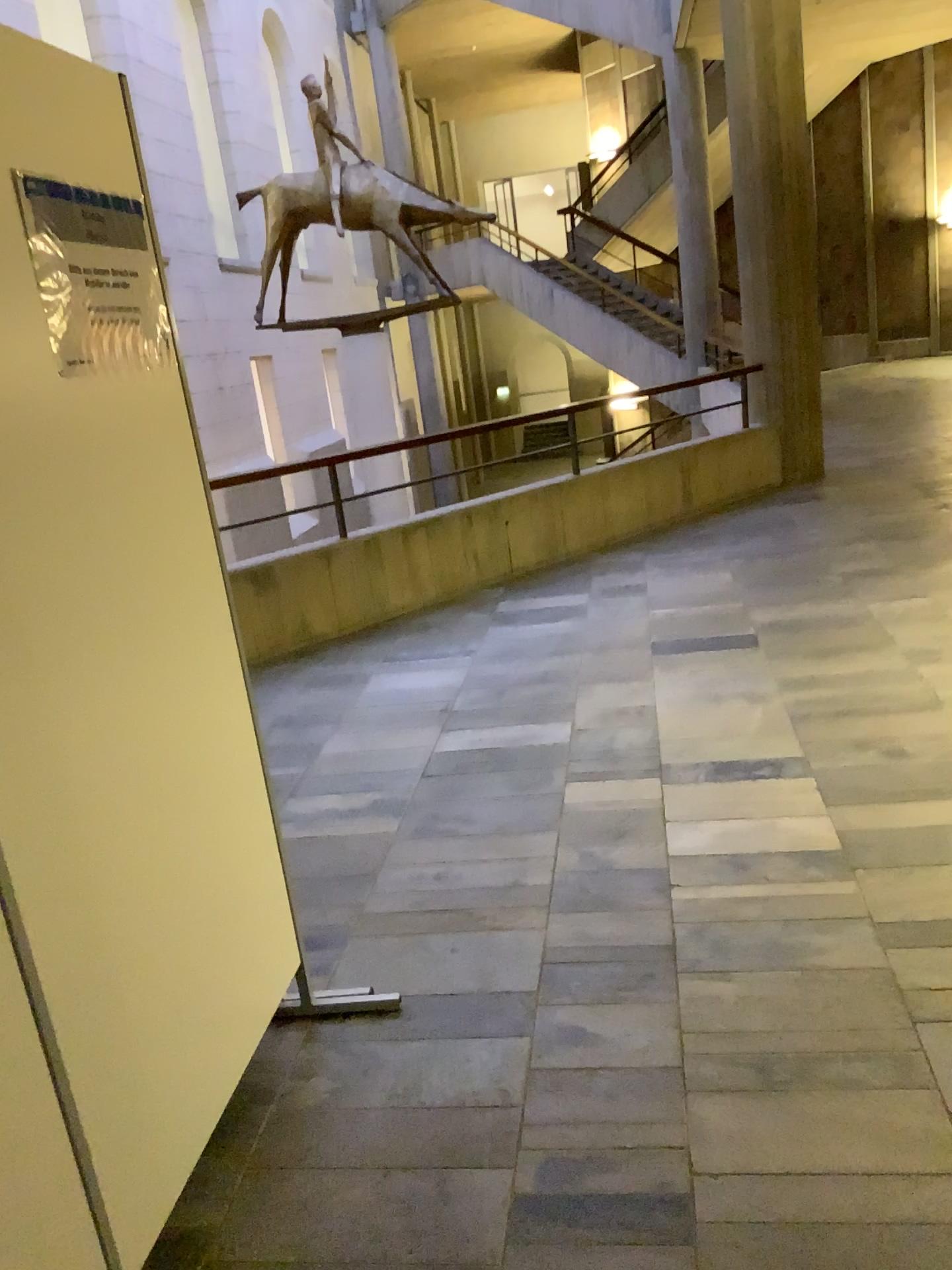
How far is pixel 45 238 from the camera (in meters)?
1.56

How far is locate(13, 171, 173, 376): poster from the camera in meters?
1.6 m

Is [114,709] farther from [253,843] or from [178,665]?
[253,843]
